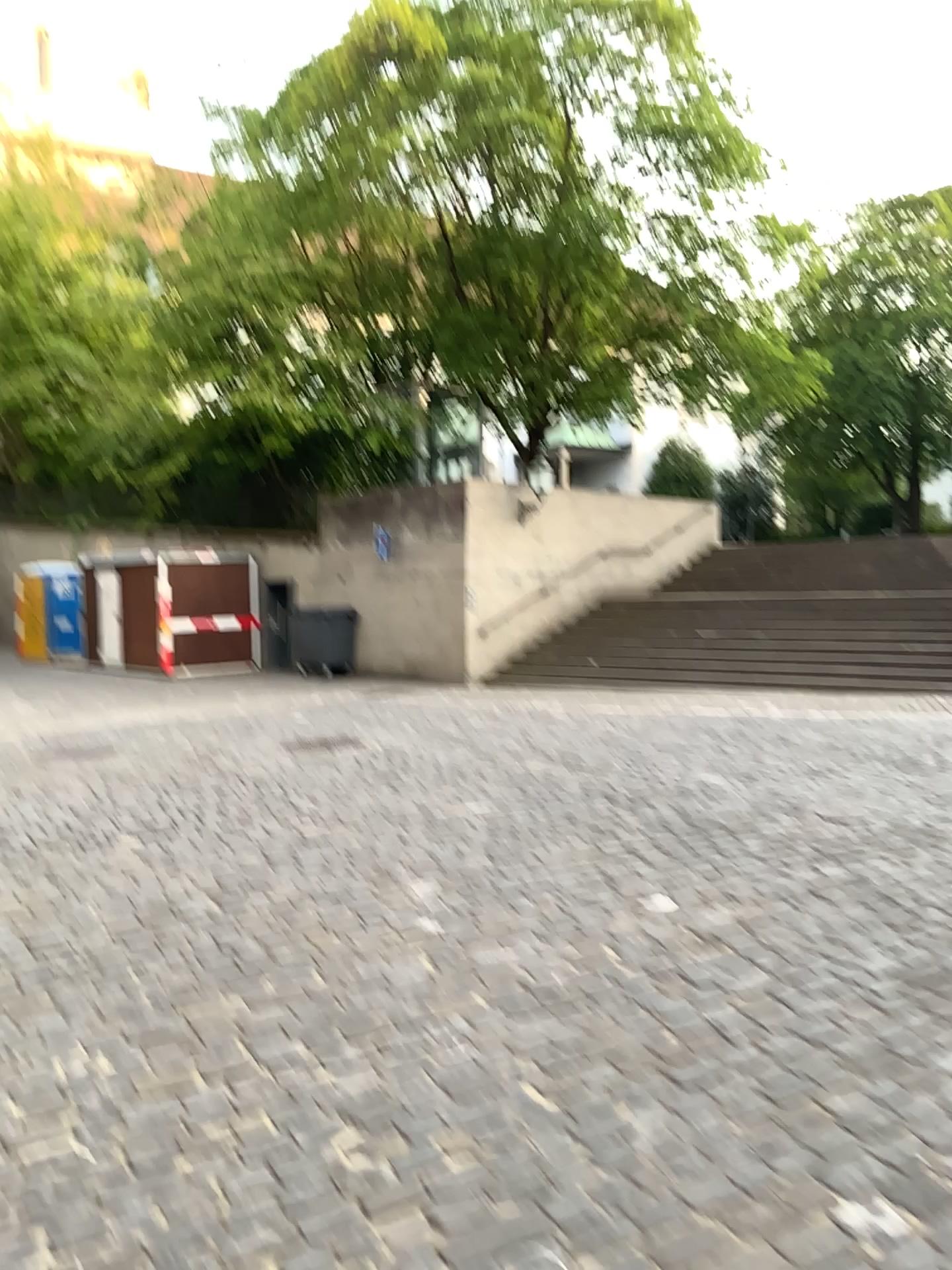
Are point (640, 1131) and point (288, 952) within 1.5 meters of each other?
no
